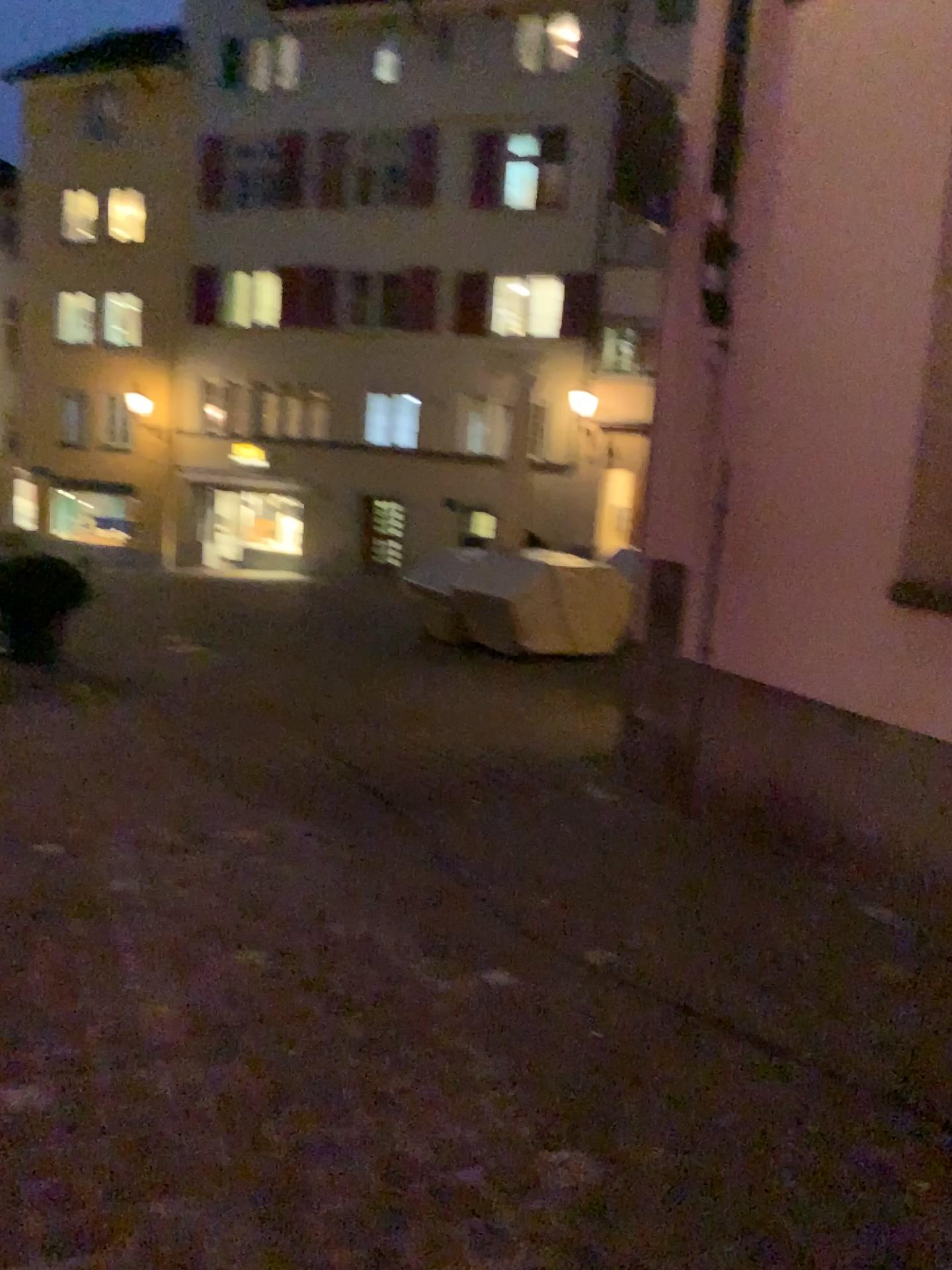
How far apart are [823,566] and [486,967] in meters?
1.9
